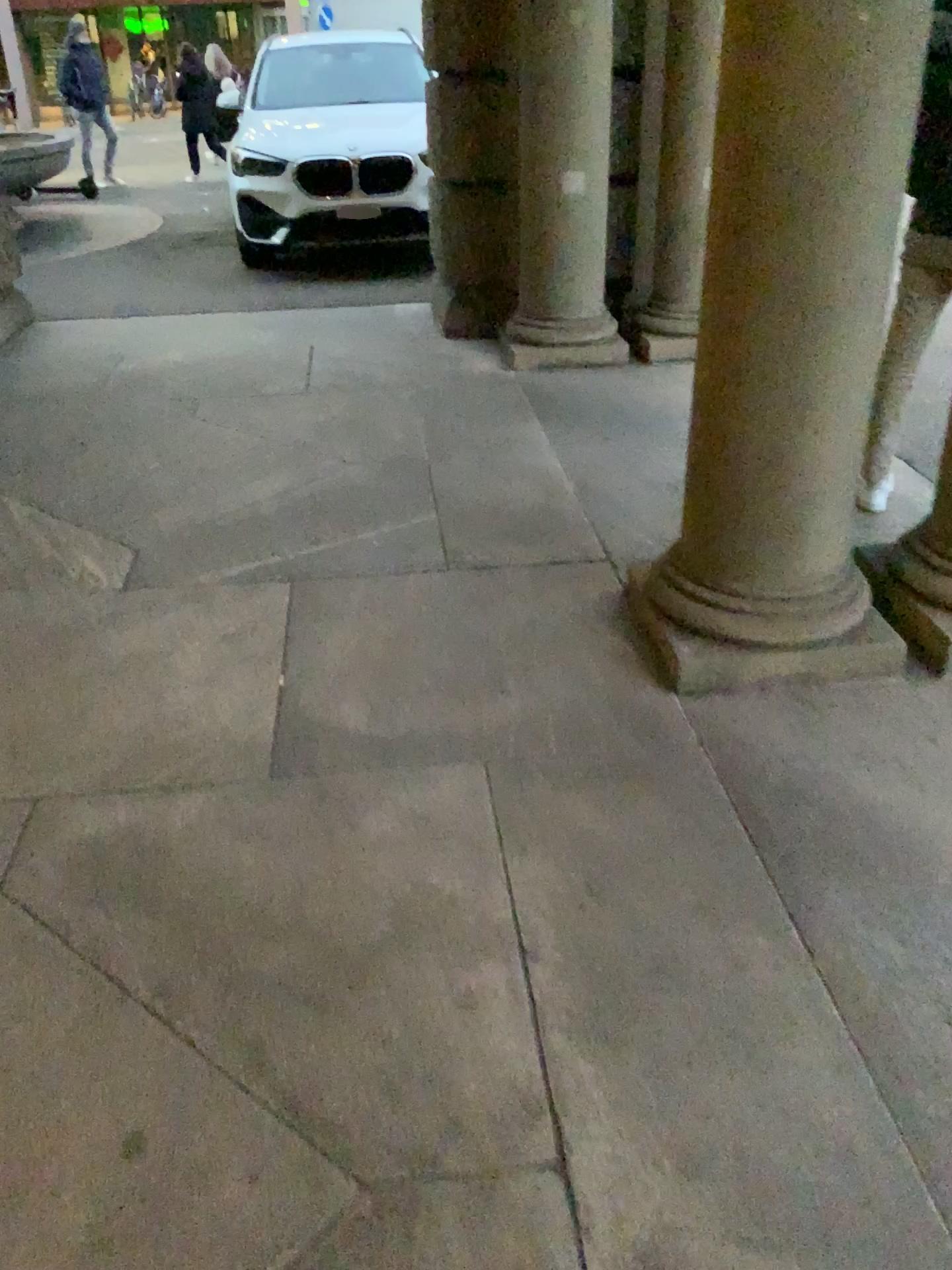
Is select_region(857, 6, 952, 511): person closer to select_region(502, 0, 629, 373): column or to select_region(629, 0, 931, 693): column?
select_region(629, 0, 931, 693): column

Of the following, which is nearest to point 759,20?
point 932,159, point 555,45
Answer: point 932,159

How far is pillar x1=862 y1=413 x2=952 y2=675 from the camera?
2.7 meters

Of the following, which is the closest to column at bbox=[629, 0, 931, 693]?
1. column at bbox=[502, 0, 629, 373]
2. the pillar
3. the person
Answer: the pillar

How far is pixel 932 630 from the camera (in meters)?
2.72

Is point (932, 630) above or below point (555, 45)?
below

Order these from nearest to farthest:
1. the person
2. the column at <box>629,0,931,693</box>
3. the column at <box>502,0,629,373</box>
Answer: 1. the column at <box>629,0,931,693</box>
2. the person
3. the column at <box>502,0,629,373</box>

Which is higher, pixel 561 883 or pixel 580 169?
pixel 580 169

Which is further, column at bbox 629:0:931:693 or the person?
the person
